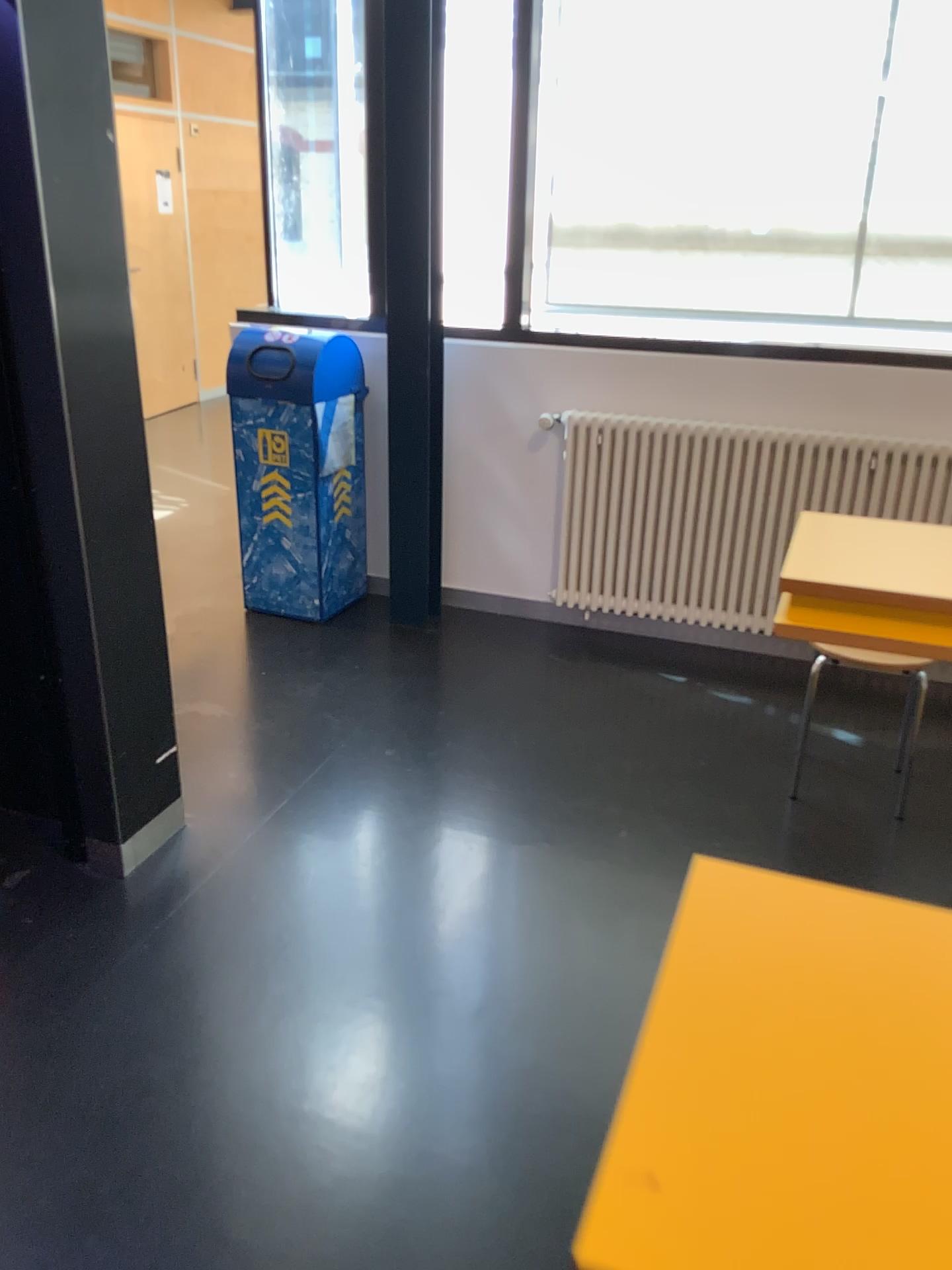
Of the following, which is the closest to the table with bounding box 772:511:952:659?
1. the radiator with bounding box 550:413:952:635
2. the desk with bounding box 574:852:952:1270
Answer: the desk with bounding box 574:852:952:1270

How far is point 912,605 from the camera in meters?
1.9 m

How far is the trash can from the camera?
3.84m

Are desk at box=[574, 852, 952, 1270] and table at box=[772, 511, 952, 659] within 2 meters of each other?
yes

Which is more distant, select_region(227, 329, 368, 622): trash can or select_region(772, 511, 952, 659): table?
select_region(227, 329, 368, 622): trash can

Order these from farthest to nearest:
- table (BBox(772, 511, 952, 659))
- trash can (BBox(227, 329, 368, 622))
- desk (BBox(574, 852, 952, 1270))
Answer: trash can (BBox(227, 329, 368, 622))
table (BBox(772, 511, 952, 659))
desk (BBox(574, 852, 952, 1270))

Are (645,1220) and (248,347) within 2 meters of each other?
no

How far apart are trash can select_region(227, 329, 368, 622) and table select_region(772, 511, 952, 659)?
2.2m

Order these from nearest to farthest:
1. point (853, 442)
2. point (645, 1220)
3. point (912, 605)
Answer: point (645, 1220)
point (912, 605)
point (853, 442)

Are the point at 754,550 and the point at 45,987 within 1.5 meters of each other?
no
